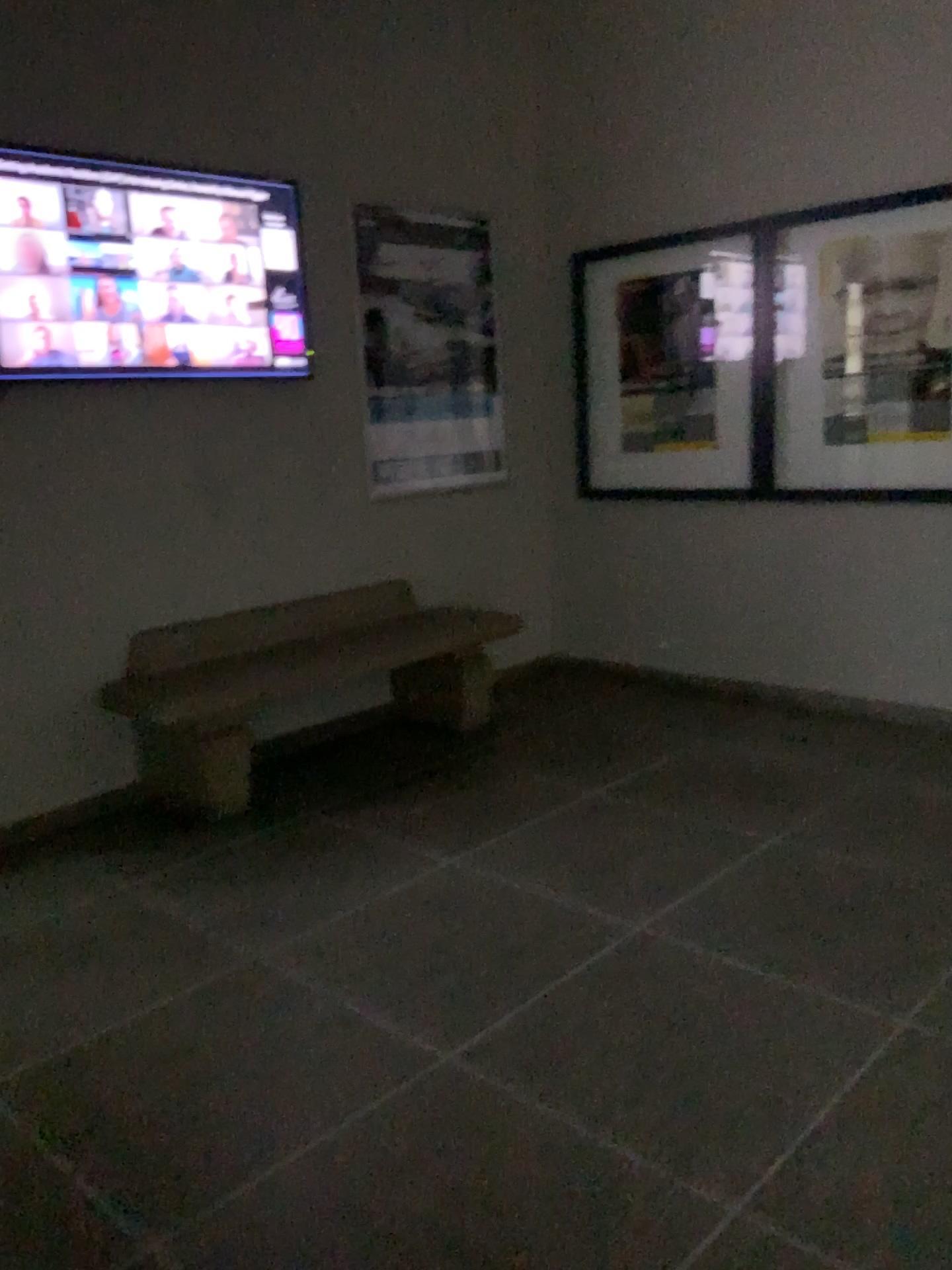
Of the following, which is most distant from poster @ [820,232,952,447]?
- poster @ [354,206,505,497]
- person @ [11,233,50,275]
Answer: person @ [11,233,50,275]

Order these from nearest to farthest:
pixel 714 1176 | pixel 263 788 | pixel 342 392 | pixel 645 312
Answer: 1. pixel 714 1176
2. pixel 263 788
3. pixel 342 392
4. pixel 645 312

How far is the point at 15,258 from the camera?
3.3m

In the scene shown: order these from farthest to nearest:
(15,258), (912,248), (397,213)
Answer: (397,213) < (912,248) < (15,258)

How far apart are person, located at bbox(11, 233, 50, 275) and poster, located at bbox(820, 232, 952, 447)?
2.9m

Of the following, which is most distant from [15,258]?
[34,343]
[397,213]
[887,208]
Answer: [887,208]

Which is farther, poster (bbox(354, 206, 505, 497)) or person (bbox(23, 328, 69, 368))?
poster (bbox(354, 206, 505, 497))

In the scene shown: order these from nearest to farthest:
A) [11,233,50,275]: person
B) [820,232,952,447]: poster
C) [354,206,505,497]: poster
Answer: [11,233,50,275]: person
[820,232,952,447]: poster
[354,206,505,497]: poster

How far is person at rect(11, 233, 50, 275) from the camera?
3.32m

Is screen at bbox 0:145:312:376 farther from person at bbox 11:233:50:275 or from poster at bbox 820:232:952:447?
poster at bbox 820:232:952:447
